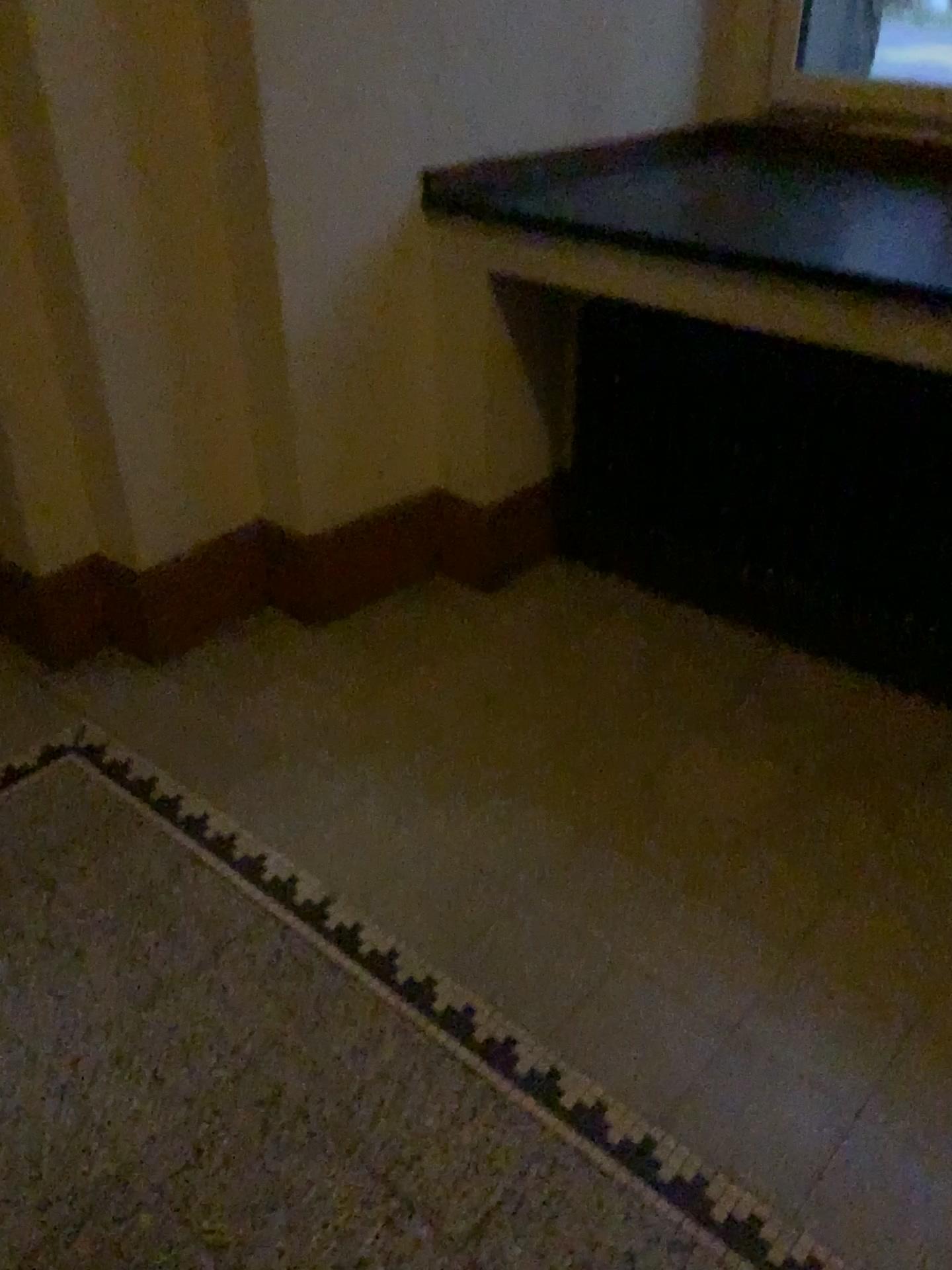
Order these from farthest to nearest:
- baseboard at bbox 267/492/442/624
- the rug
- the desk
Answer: baseboard at bbox 267/492/442/624 < the desk < the rug

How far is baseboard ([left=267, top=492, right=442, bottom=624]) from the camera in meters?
2.5 m

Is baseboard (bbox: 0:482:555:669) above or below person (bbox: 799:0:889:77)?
below

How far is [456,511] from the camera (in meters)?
2.61

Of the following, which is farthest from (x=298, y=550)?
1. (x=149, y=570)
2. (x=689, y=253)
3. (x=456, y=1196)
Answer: (x=456, y=1196)

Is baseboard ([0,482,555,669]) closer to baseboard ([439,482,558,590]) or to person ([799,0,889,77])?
baseboard ([439,482,558,590])

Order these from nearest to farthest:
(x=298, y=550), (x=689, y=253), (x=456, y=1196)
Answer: (x=456, y=1196)
(x=689, y=253)
(x=298, y=550)

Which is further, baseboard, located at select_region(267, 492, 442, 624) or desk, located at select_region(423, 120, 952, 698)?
baseboard, located at select_region(267, 492, 442, 624)

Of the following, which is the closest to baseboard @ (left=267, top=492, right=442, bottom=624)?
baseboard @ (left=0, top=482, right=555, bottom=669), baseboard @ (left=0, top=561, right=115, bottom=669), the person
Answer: baseboard @ (left=0, top=482, right=555, bottom=669)

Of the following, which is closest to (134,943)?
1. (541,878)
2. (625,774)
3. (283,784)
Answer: (283,784)
